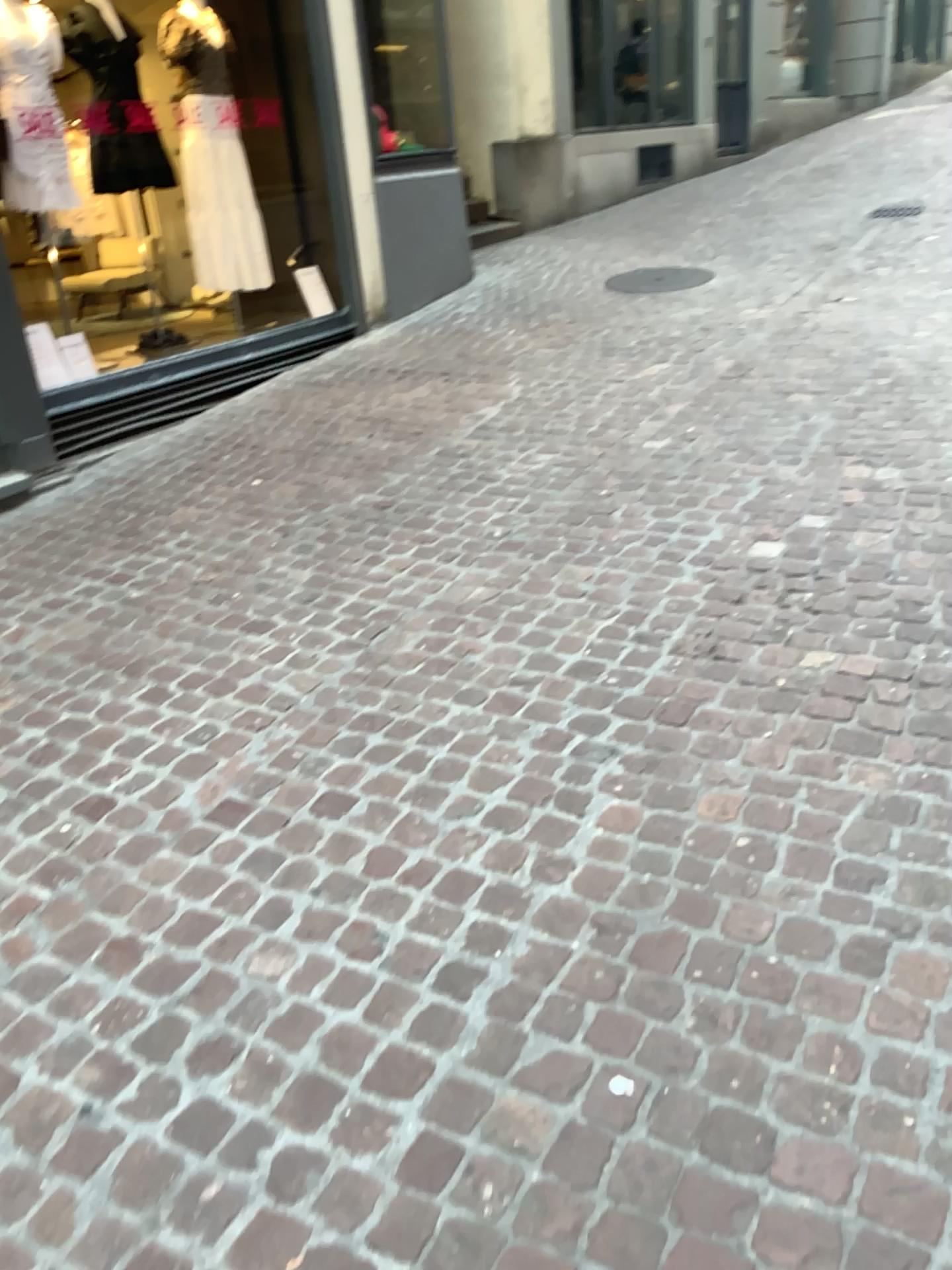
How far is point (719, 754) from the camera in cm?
237
